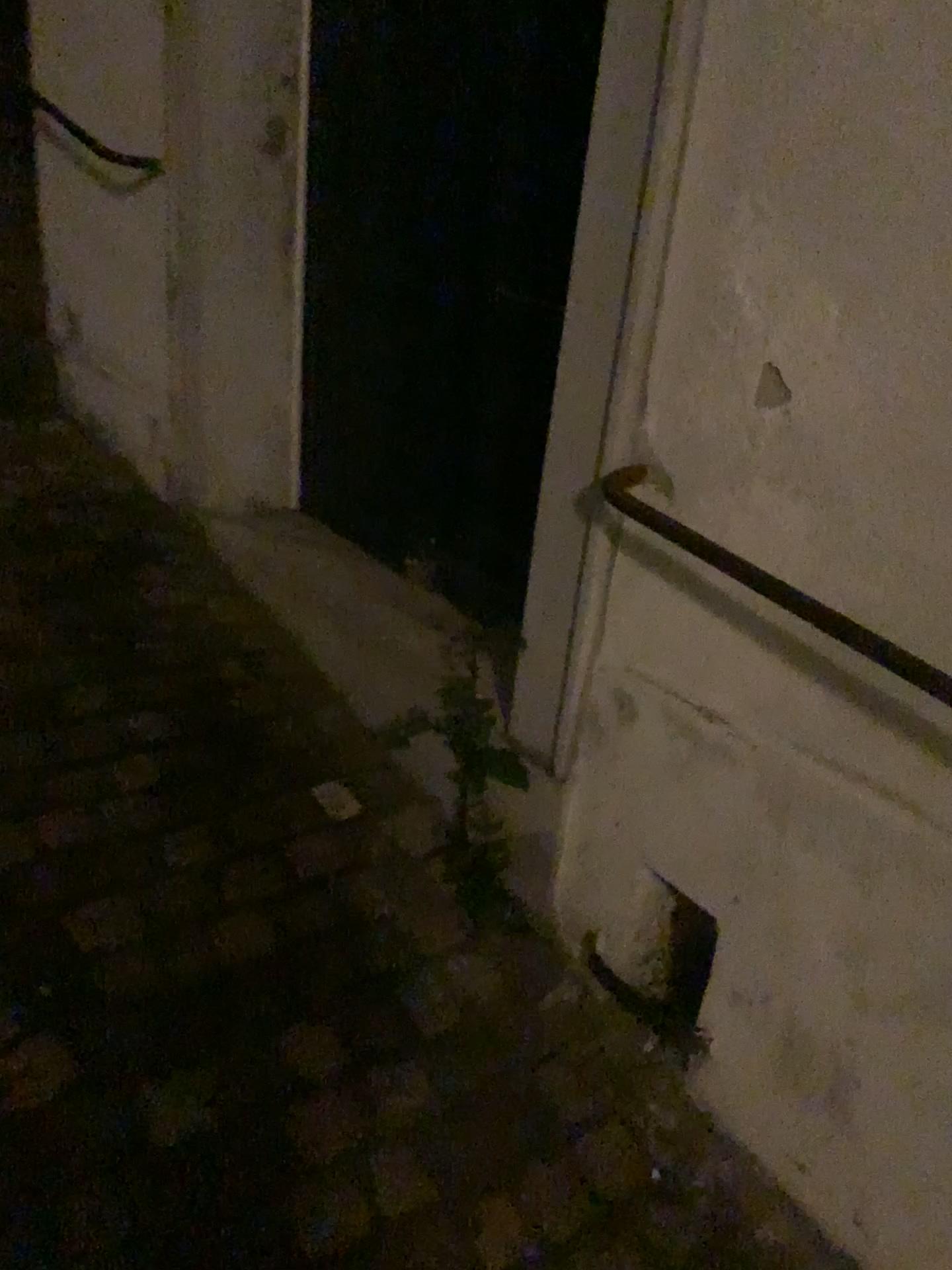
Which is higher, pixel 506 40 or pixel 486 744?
pixel 506 40

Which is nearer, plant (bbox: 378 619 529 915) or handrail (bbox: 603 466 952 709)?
handrail (bbox: 603 466 952 709)

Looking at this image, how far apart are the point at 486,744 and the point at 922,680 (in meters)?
0.71

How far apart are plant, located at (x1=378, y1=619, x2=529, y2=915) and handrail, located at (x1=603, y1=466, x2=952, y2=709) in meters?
0.4 m

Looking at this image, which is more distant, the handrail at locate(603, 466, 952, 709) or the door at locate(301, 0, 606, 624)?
the door at locate(301, 0, 606, 624)

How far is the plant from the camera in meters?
1.7

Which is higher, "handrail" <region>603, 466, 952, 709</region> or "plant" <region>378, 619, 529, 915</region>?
"handrail" <region>603, 466, 952, 709</region>

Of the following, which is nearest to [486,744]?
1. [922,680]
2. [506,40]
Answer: [922,680]

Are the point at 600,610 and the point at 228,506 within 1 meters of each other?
no

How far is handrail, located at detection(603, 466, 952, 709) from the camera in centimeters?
112cm
